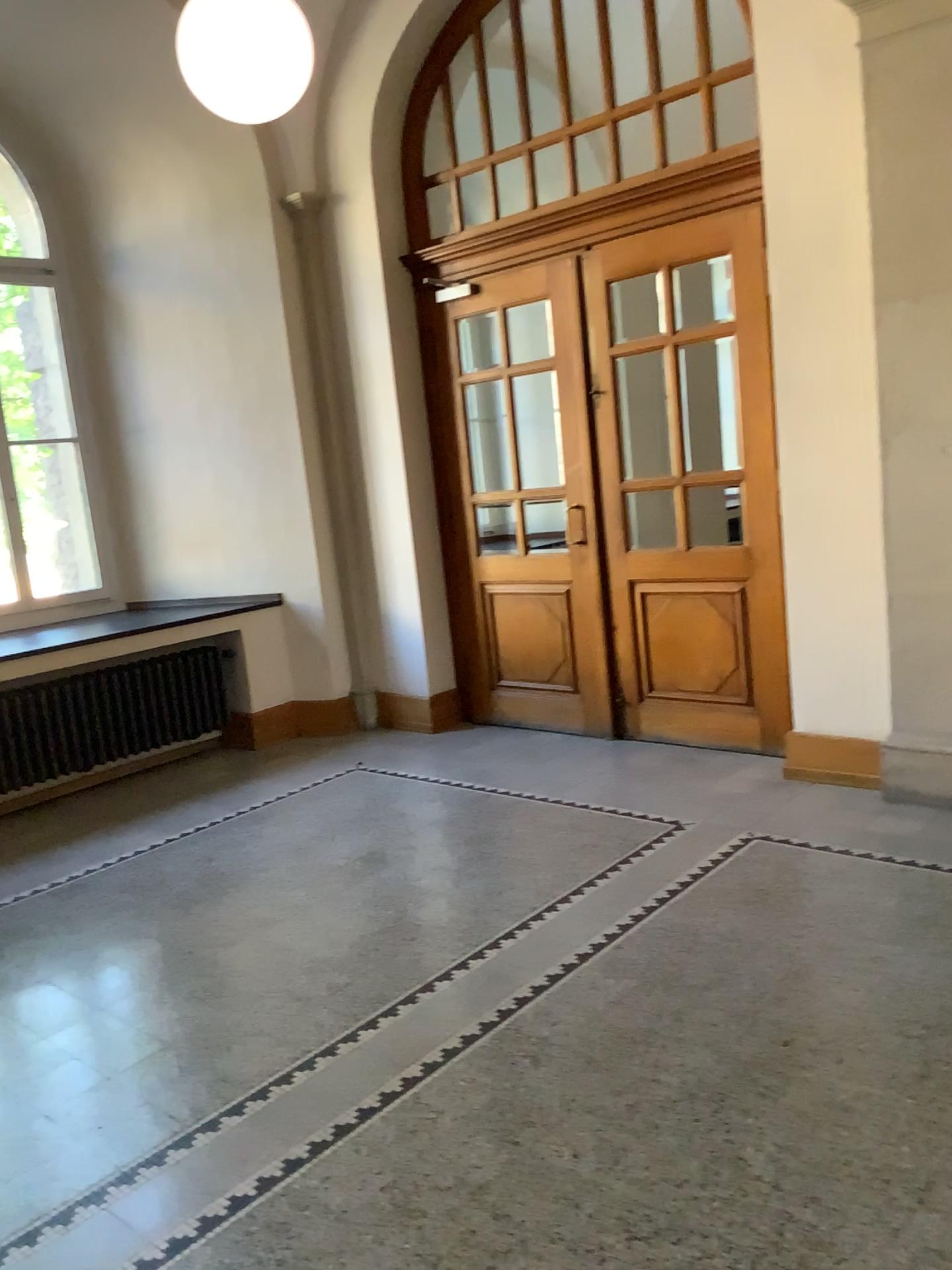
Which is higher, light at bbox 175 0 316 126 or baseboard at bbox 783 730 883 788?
light at bbox 175 0 316 126

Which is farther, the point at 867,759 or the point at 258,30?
the point at 867,759

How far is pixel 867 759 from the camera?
4.6m

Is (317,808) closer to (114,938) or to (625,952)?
(114,938)

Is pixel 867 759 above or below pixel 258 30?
below

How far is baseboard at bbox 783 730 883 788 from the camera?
4.6 meters

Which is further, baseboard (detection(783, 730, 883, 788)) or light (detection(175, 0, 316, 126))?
baseboard (detection(783, 730, 883, 788))
